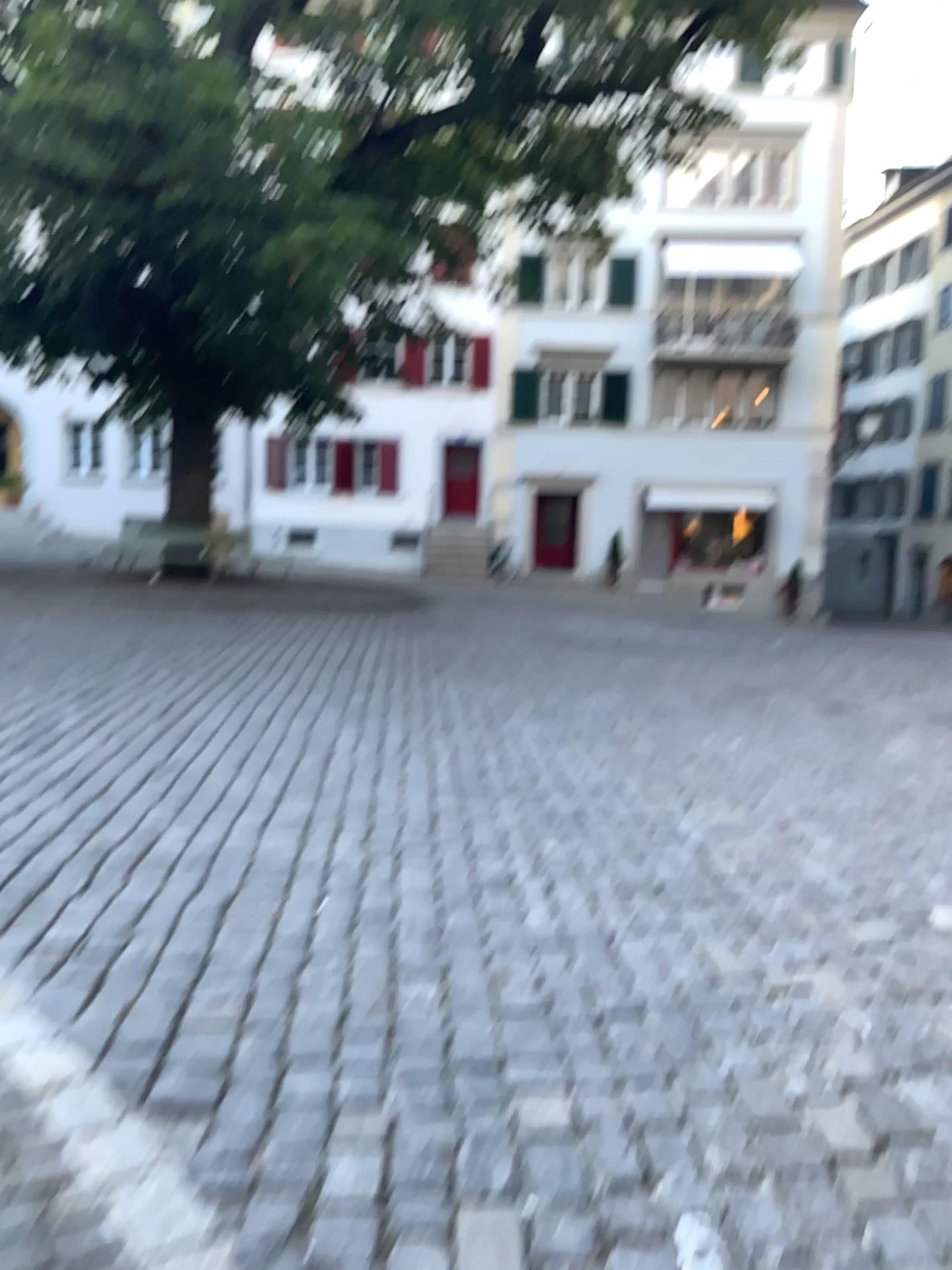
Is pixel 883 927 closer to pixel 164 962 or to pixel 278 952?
pixel 278 952
